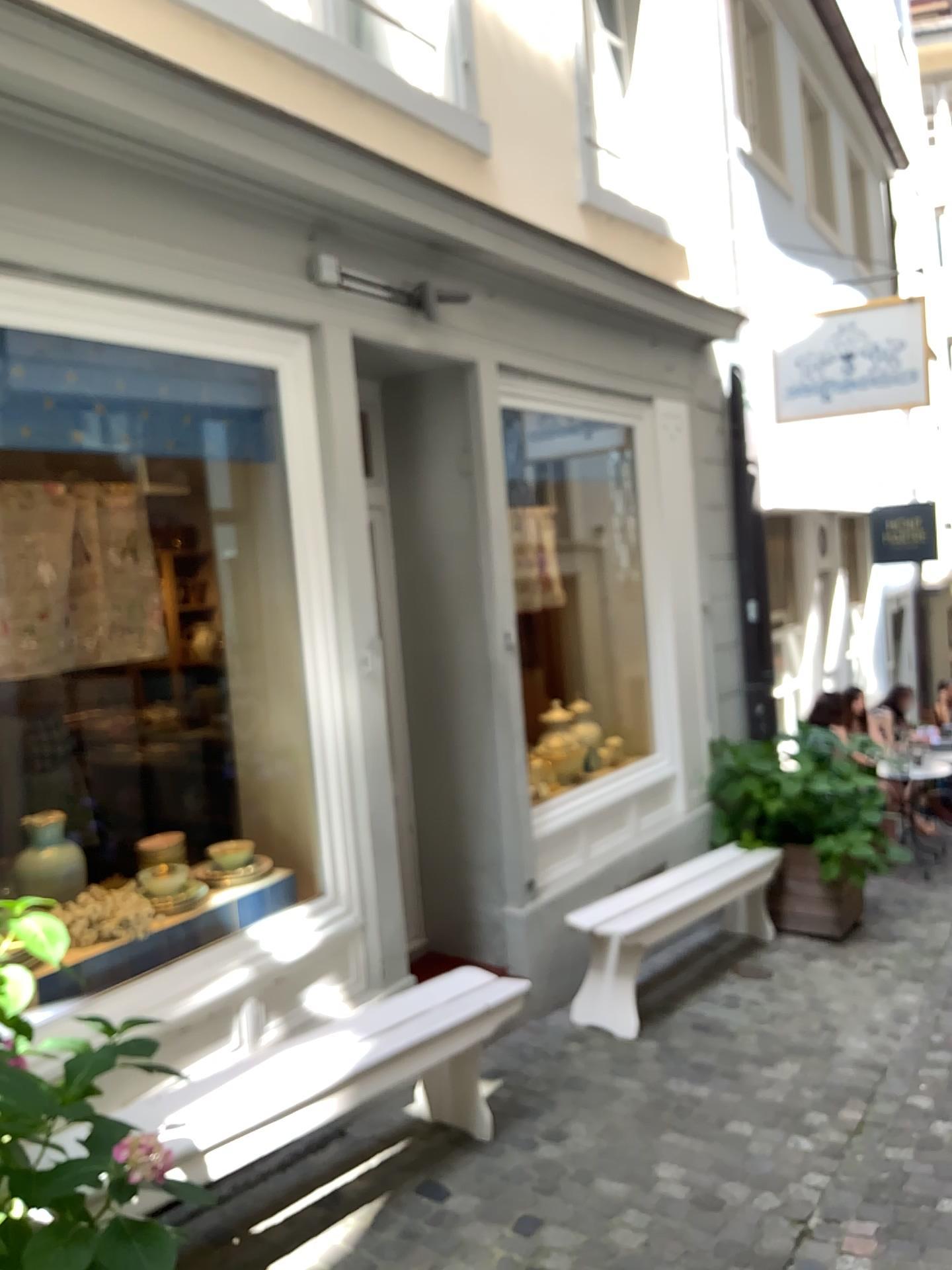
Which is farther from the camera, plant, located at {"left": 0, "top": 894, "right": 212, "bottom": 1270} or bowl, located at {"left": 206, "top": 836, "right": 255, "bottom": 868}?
bowl, located at {"left": 206, "top": 836, "right": 255, "bottom": 868}

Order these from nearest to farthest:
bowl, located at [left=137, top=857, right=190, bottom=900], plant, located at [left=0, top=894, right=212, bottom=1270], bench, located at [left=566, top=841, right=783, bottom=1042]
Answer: plant, located at [left=0, top=894, right=212, bottom=1270] → bowl, located at [left=137, top=857, right=190, bottom=900] → bench, located at [left=566, top=841, right=783, bottom=1042]

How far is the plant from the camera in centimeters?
154cm

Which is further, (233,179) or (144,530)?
(144,530)

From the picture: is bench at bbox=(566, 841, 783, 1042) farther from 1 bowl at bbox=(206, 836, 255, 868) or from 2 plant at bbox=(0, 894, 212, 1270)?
2 plant at bbox=(0, 894, 212, 1270)

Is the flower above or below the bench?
above

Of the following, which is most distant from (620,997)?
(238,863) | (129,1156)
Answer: (129,1156)

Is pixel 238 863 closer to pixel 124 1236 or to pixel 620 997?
pixel 620 997

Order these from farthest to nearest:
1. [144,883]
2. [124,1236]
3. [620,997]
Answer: [620,997]
[144,883]
[124,1236]

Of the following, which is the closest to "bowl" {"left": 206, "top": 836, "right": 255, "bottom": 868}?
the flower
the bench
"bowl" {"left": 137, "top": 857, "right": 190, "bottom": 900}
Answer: "bowl" {"left": 137, "top": 857, "right": 190, "bottom": 900}
